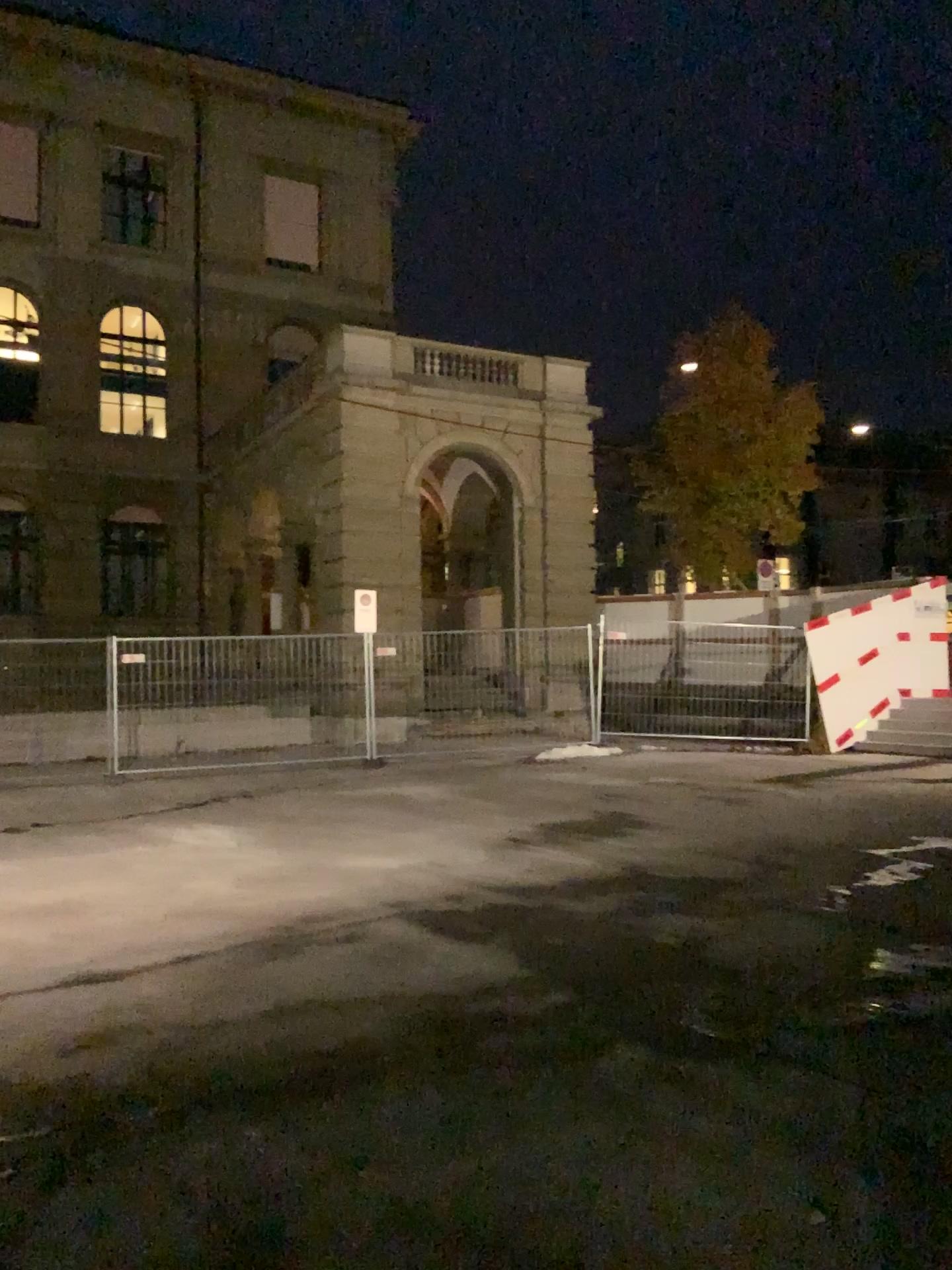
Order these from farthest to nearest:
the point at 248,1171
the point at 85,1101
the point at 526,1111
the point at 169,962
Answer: the point at 169,962 → the point at 85,1101 → the point at 526,1111 → the point at 248,1171
